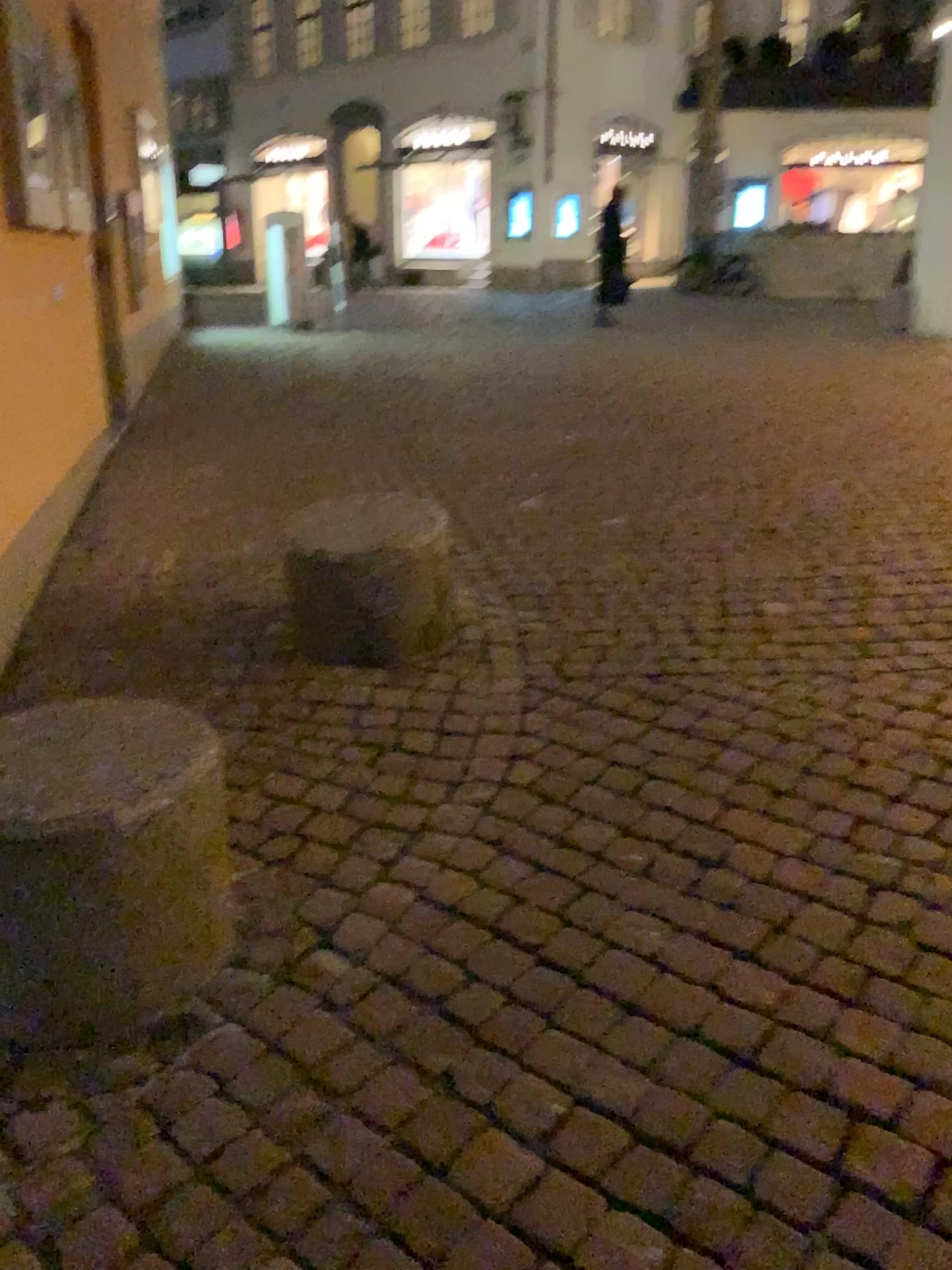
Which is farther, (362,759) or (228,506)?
(228,506)
